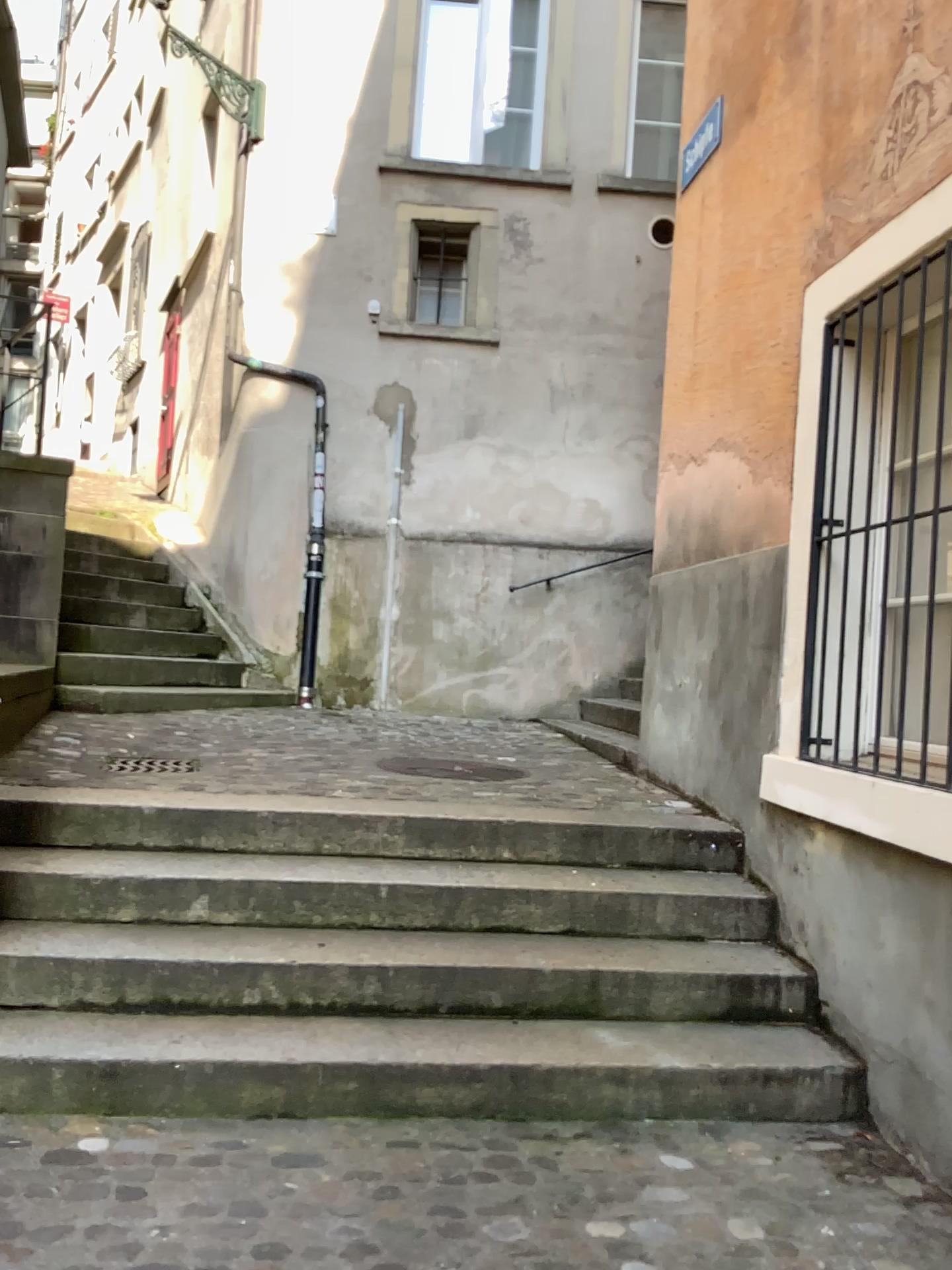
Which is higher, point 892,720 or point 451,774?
point 892,720

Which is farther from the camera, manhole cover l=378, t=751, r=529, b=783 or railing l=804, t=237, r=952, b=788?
manhole cover l=378, t=751, r=529, b=783

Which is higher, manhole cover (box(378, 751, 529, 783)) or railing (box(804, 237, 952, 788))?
railing (box(804, 237, 952, 788))

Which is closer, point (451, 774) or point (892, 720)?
point (892, 720)

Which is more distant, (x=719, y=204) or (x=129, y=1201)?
(x=719, y=204)
